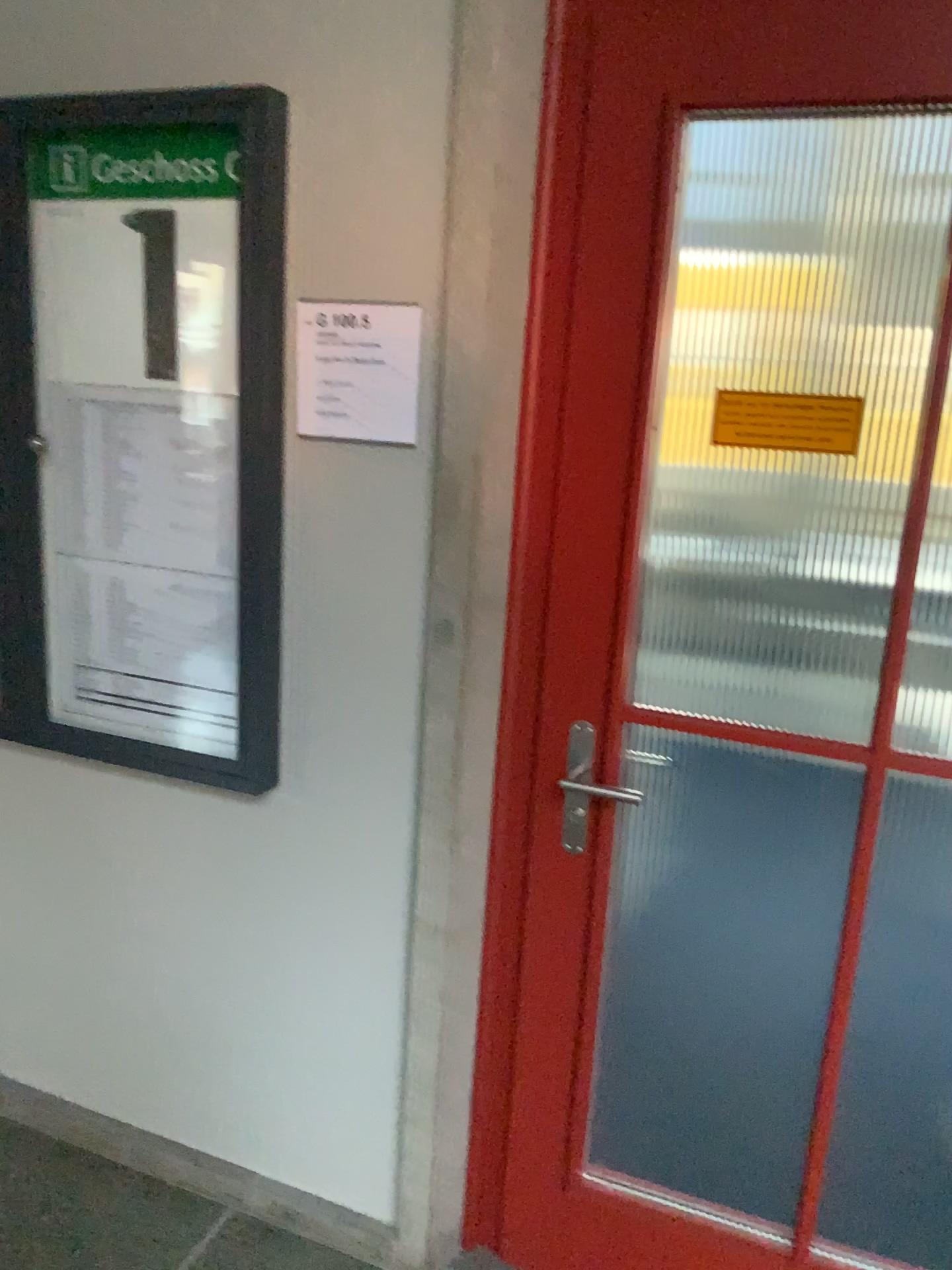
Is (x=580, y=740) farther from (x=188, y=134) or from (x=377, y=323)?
(x=188, y=134)

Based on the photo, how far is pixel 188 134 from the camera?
1.7m

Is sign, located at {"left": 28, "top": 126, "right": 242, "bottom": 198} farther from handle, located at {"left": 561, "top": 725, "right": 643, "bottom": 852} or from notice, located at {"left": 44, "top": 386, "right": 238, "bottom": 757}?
handle, located at {"left": 561, "top": 725, "right": 643, "bottom": 852}

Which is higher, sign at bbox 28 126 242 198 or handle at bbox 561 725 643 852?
sign at bbox 28 126 242 198

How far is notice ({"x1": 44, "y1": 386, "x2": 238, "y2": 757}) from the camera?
1.8 meters

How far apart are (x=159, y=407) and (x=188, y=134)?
0.43m

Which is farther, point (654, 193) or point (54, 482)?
point (54, 482)

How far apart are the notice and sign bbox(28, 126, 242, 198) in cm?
33

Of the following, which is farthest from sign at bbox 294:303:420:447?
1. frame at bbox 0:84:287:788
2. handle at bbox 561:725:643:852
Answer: handle at bbox 561:725:643:852

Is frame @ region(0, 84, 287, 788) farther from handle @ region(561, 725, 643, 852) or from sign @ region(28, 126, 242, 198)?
handle @ region(561, 725, 643, 852)
